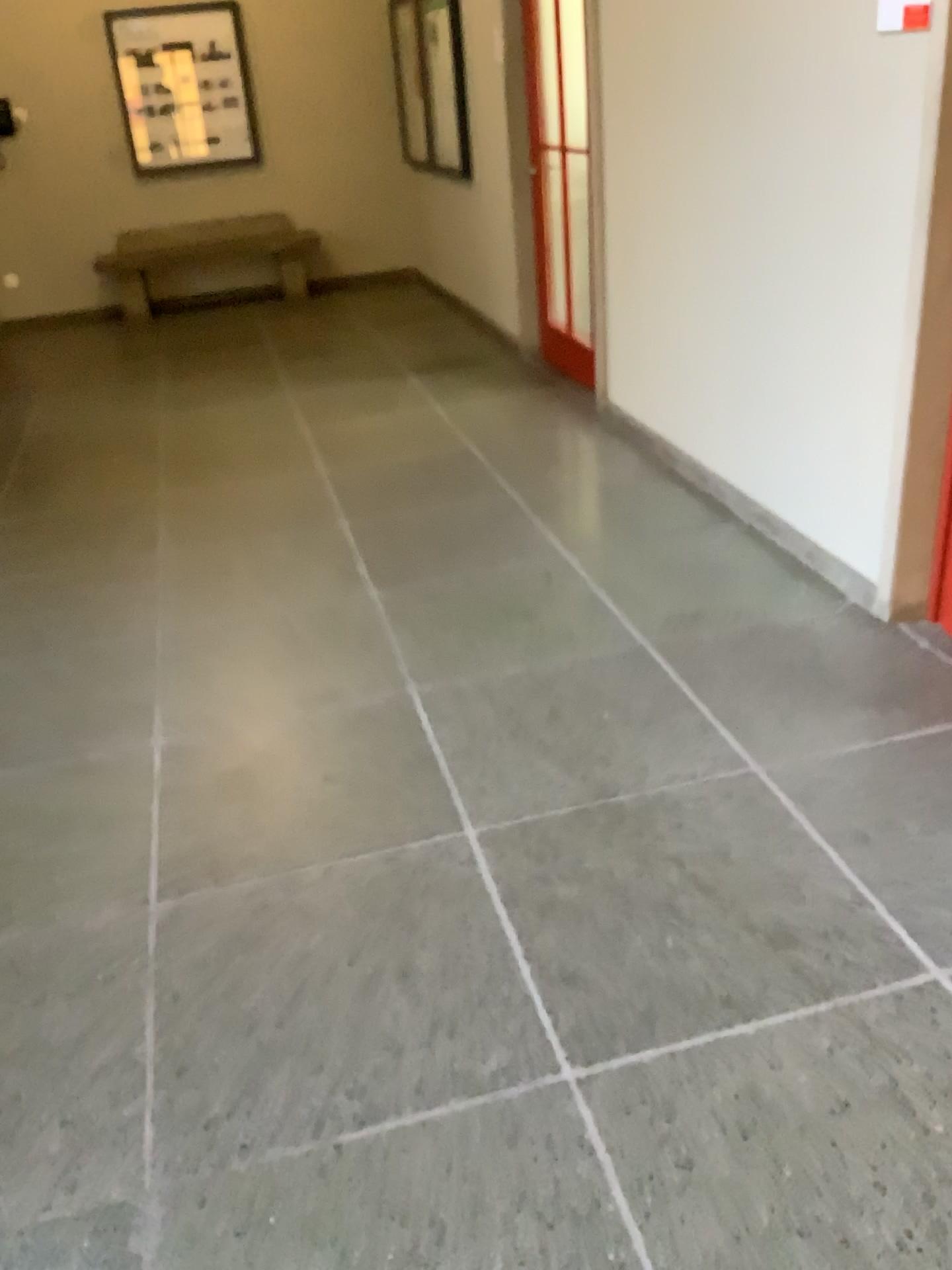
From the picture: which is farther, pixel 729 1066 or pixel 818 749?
pixel 818 749
